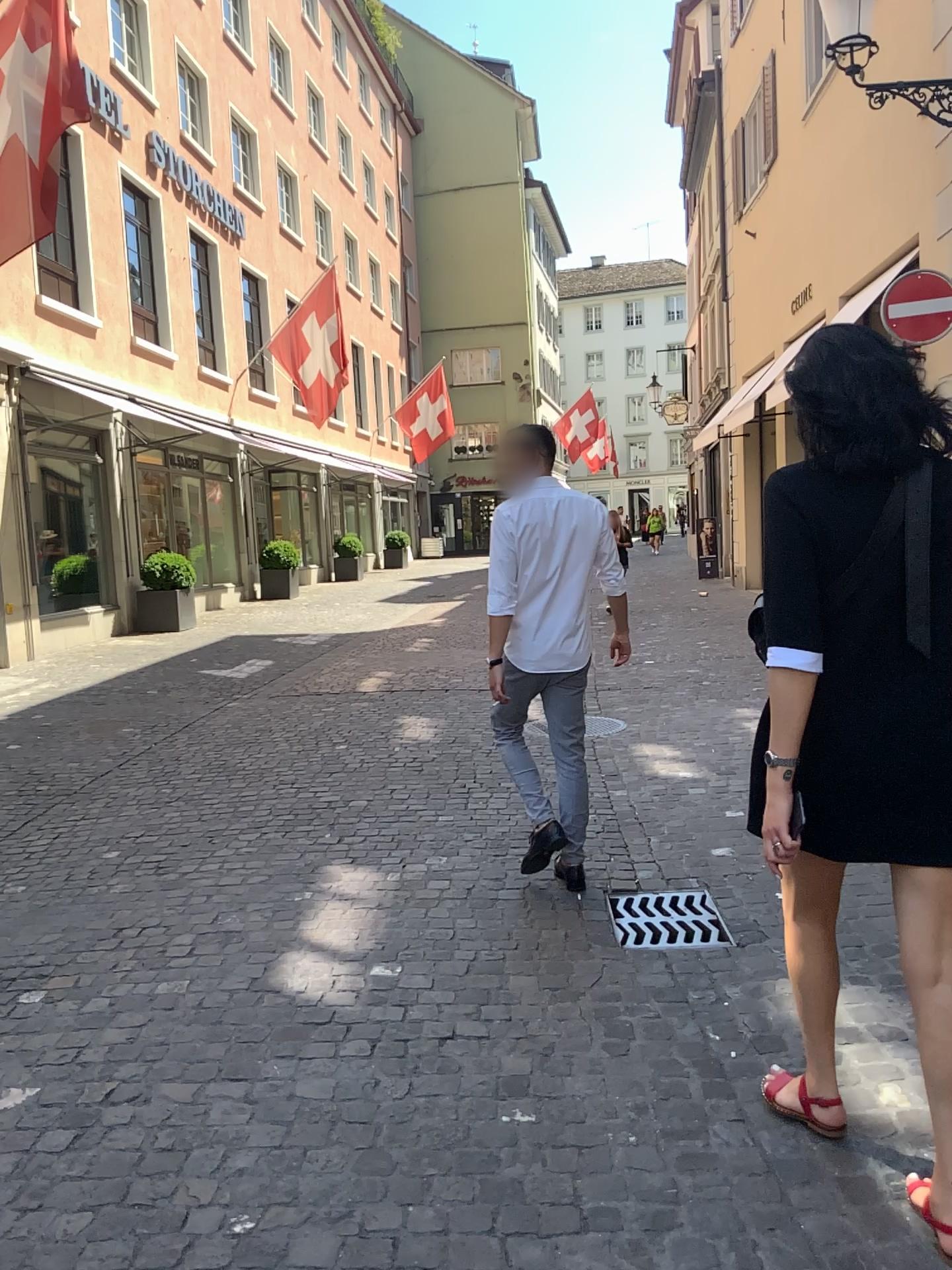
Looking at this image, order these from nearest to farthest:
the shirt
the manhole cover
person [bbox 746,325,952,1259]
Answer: person [bbox 746,325,952,1259]
the manhole cover
the shirt

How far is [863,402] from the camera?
1.9m

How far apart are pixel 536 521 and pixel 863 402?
1.96m

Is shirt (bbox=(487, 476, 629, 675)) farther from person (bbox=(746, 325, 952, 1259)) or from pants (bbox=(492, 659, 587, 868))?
person (bbox=(746, 325, 952, 1259))

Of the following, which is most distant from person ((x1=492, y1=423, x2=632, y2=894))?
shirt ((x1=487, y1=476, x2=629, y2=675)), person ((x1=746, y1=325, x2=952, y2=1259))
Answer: person ((x1=746, y1=325, x2=952, y2=1259))

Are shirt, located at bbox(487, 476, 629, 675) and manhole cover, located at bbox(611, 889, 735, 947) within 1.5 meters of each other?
yes

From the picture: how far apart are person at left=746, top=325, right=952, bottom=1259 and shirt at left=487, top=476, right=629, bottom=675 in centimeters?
185cm

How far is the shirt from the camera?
3.8m

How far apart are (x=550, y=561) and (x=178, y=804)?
2.7 meters

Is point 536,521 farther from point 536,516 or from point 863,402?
point 863,402
